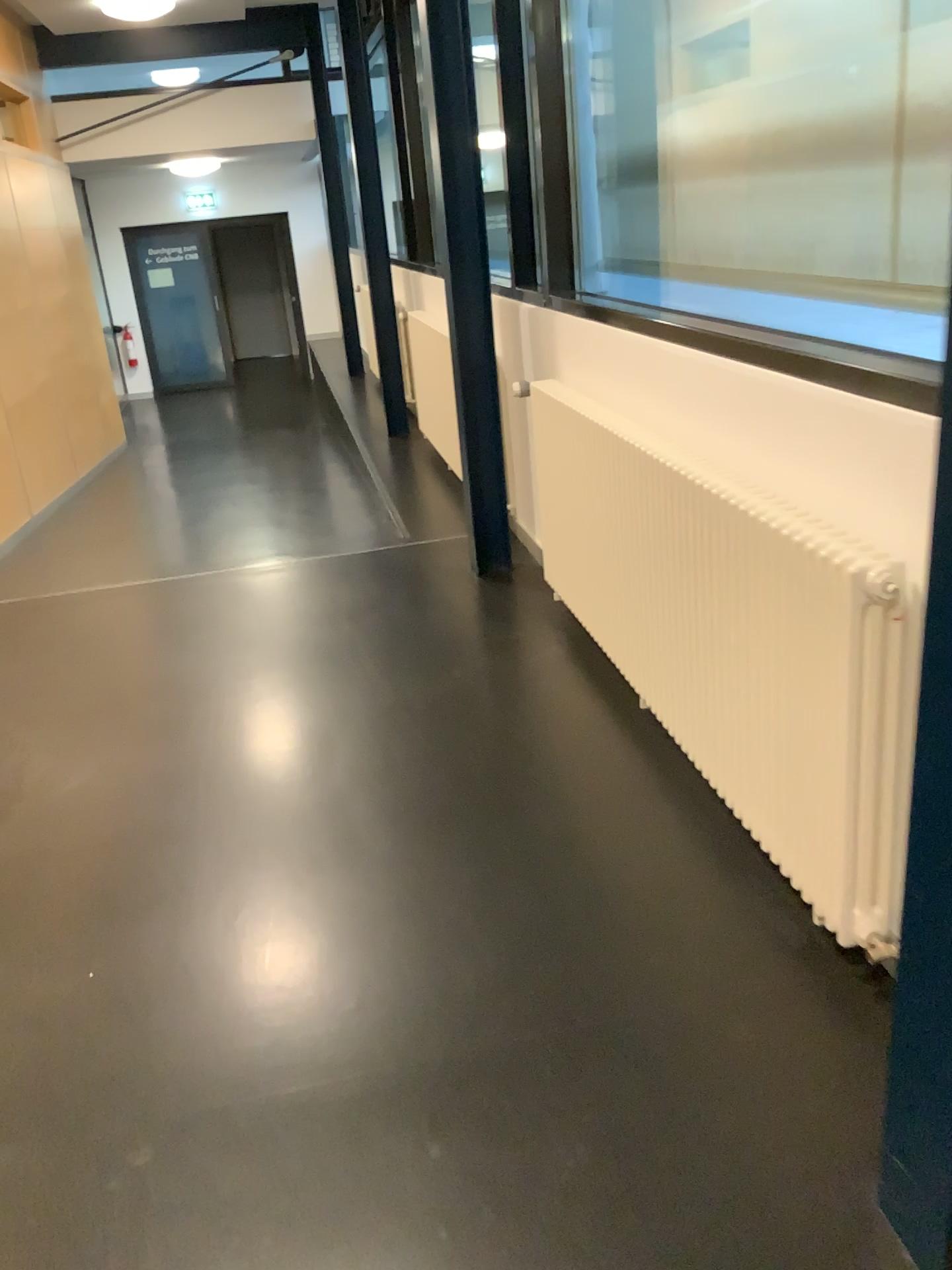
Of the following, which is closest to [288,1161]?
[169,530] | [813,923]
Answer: [813,923]
